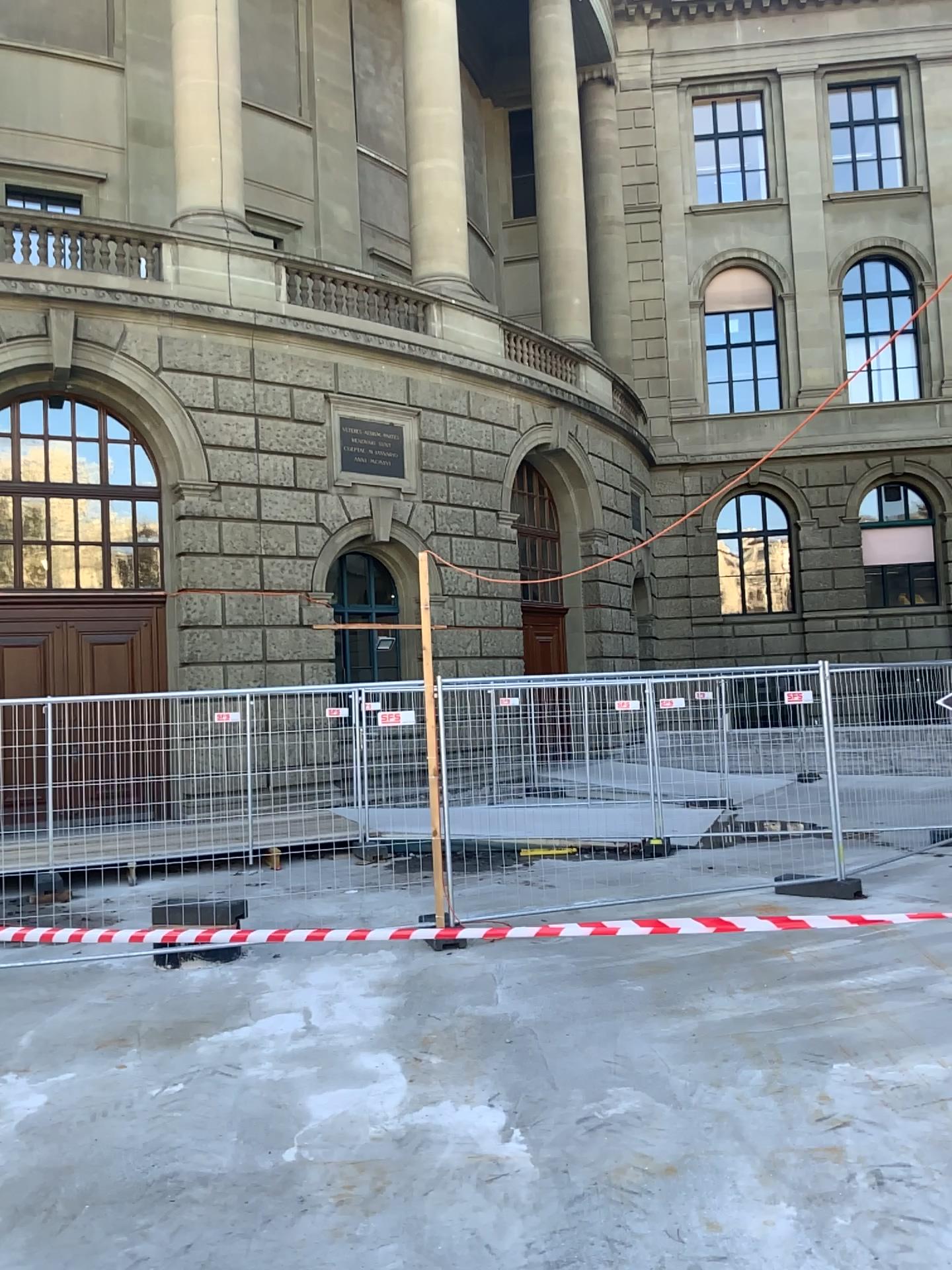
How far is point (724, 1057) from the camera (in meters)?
4.85
